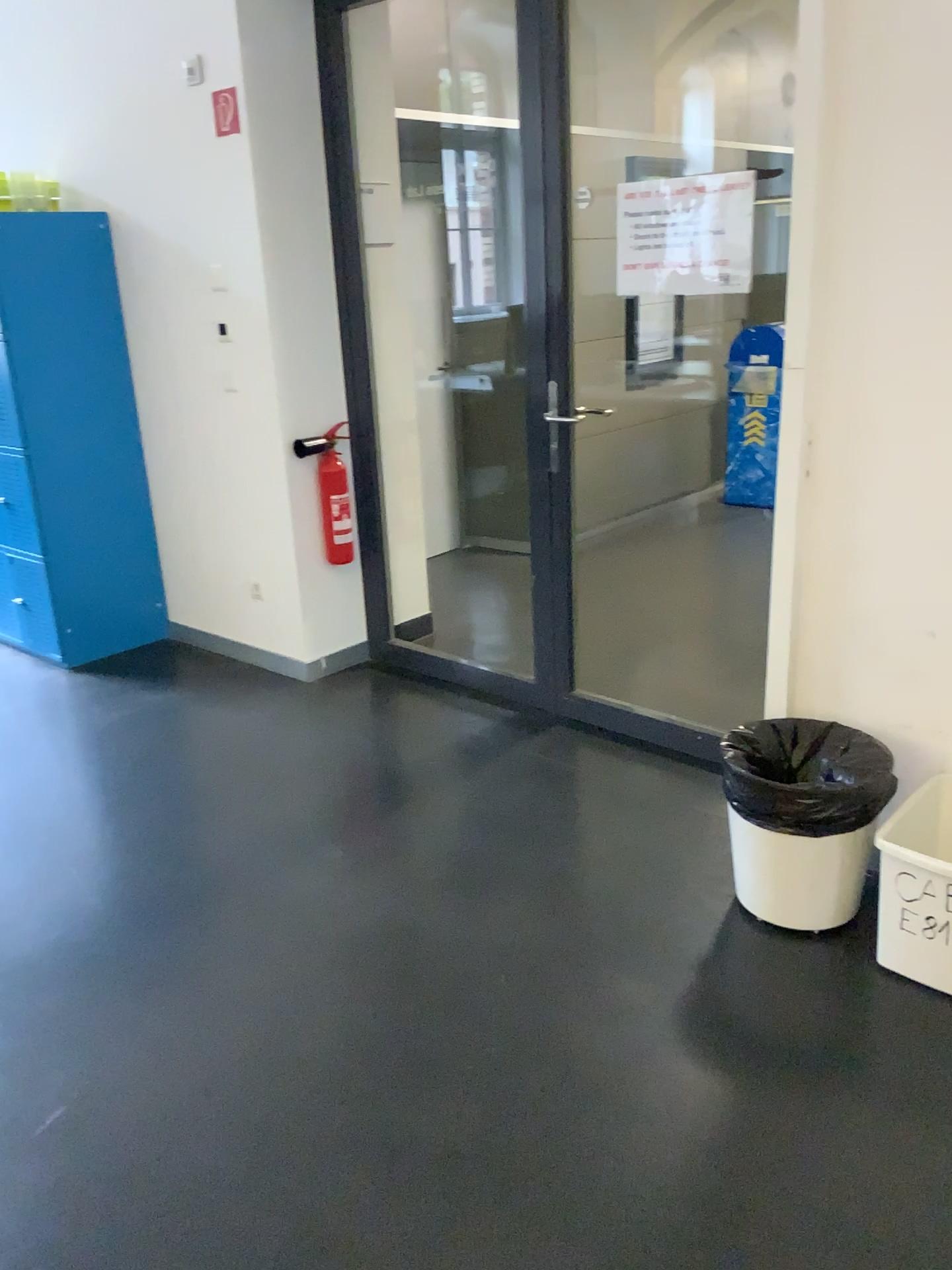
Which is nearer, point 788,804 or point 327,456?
point 788,804

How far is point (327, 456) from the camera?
3.90m

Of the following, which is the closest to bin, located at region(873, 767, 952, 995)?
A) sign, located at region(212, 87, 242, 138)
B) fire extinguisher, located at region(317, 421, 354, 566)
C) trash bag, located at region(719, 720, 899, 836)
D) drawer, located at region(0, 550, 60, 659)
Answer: trash bag, located at region(719, 720, 899, 836)

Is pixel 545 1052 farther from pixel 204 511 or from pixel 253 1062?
pixel 204 511

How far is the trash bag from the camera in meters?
2.3

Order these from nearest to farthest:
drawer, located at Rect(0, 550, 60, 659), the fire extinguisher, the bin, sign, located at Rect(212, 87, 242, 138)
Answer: the bin, sign, located at Rect(212, 87, 242, 138), the fire extinguisher, drawer, located at Rect(0, 550, 60, 659)

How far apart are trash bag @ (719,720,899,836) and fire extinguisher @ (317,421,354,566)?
1.9 meters

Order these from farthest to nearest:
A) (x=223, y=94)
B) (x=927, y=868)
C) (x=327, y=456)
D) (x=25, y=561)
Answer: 1. (x=25, y=561)
2. (x=327, y=456)
3. (x=223, y=94)
4. (x=927, y=868)

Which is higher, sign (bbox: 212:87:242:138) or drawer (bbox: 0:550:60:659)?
sign (bbox: 212:87:242:138)

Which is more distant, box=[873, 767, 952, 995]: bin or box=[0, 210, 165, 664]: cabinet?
box=[0, 210, 165, 664]: cabinet
